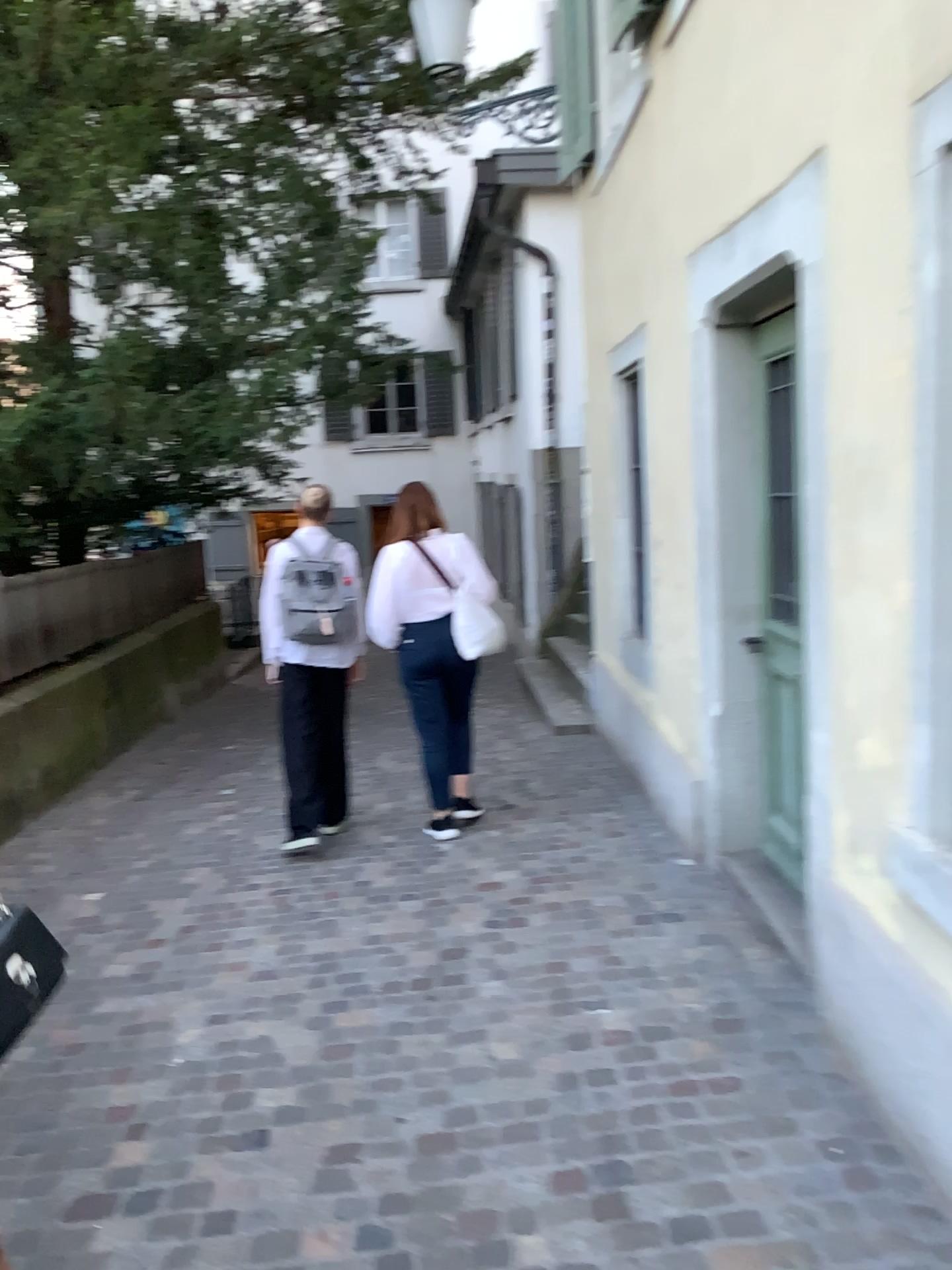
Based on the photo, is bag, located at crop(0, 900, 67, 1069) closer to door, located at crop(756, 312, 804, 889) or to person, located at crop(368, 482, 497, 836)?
door, located at crop(756, 312, 804, 889)

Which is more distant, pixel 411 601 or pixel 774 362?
pixel 411 601

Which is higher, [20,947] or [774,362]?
[774,362]

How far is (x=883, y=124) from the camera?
2.2m

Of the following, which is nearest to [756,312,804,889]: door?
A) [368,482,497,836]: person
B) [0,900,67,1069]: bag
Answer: [368,482,497,836]: person

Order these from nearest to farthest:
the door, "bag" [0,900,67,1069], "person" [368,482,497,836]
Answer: "bag" [0,900,67,1069] → the door → "person" [368,482,497,836]

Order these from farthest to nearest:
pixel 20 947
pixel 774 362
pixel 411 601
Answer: pixel 411 601, pixel 774 362, pixel 20 947

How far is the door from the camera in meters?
3.6 m

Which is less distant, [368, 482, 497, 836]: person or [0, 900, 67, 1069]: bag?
[0, 900, 67, 1069]: bag
